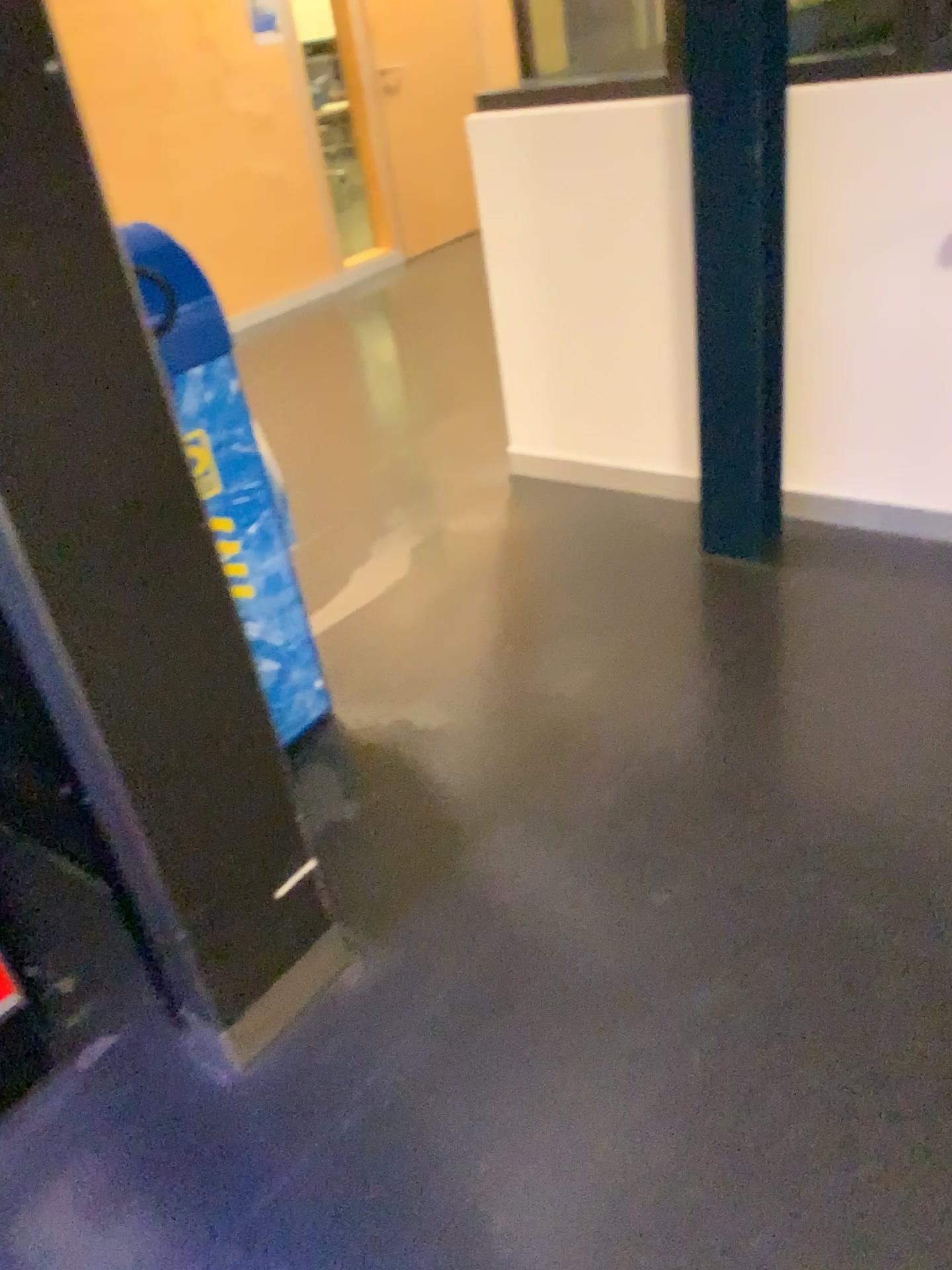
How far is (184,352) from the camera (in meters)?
1.90

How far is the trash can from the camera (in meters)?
1.90

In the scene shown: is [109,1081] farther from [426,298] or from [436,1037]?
[426,298]
